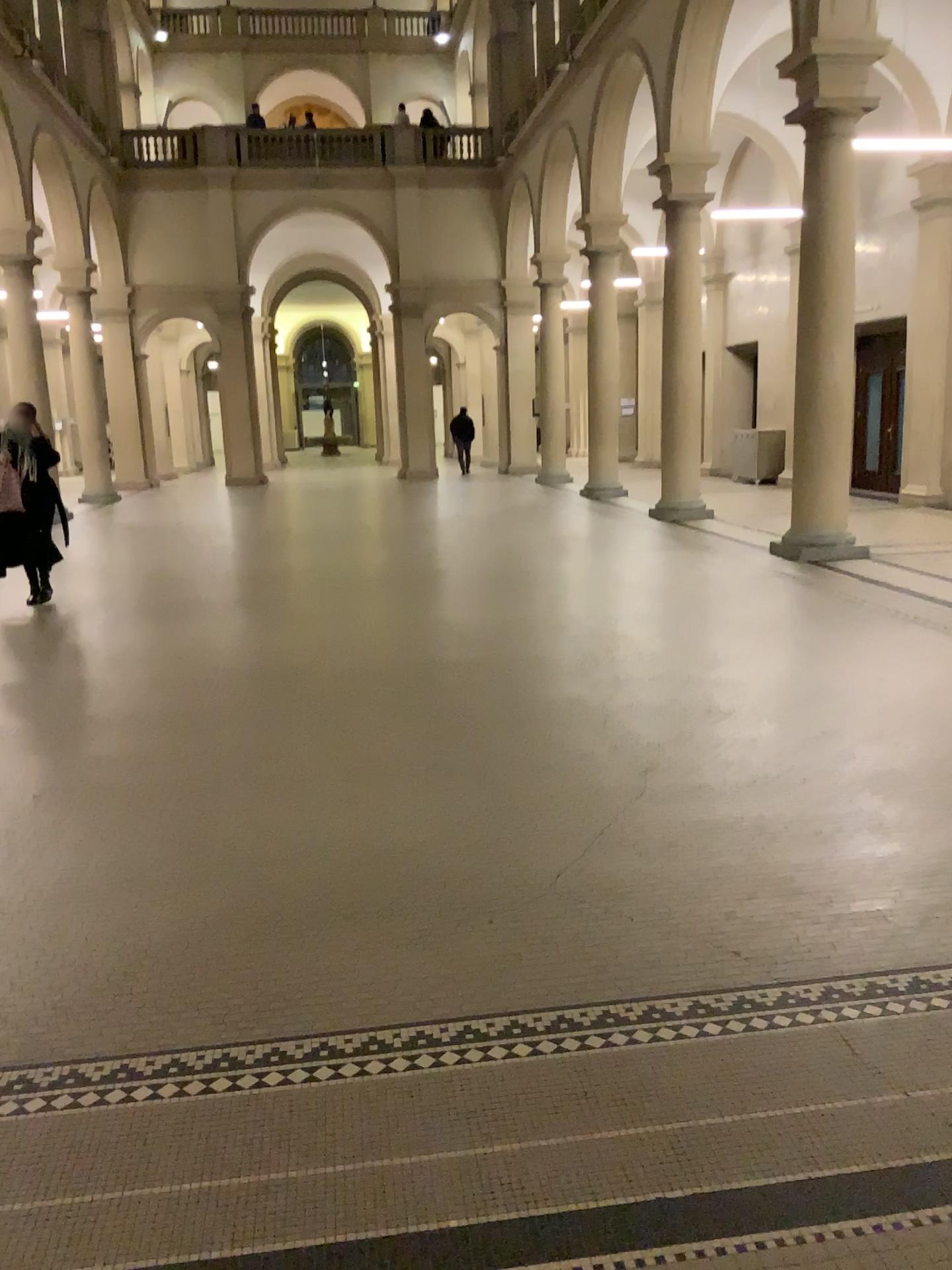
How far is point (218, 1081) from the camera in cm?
253

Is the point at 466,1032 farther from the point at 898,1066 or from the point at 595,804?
the point at 595,804

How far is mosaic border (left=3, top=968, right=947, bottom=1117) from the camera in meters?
2.5
